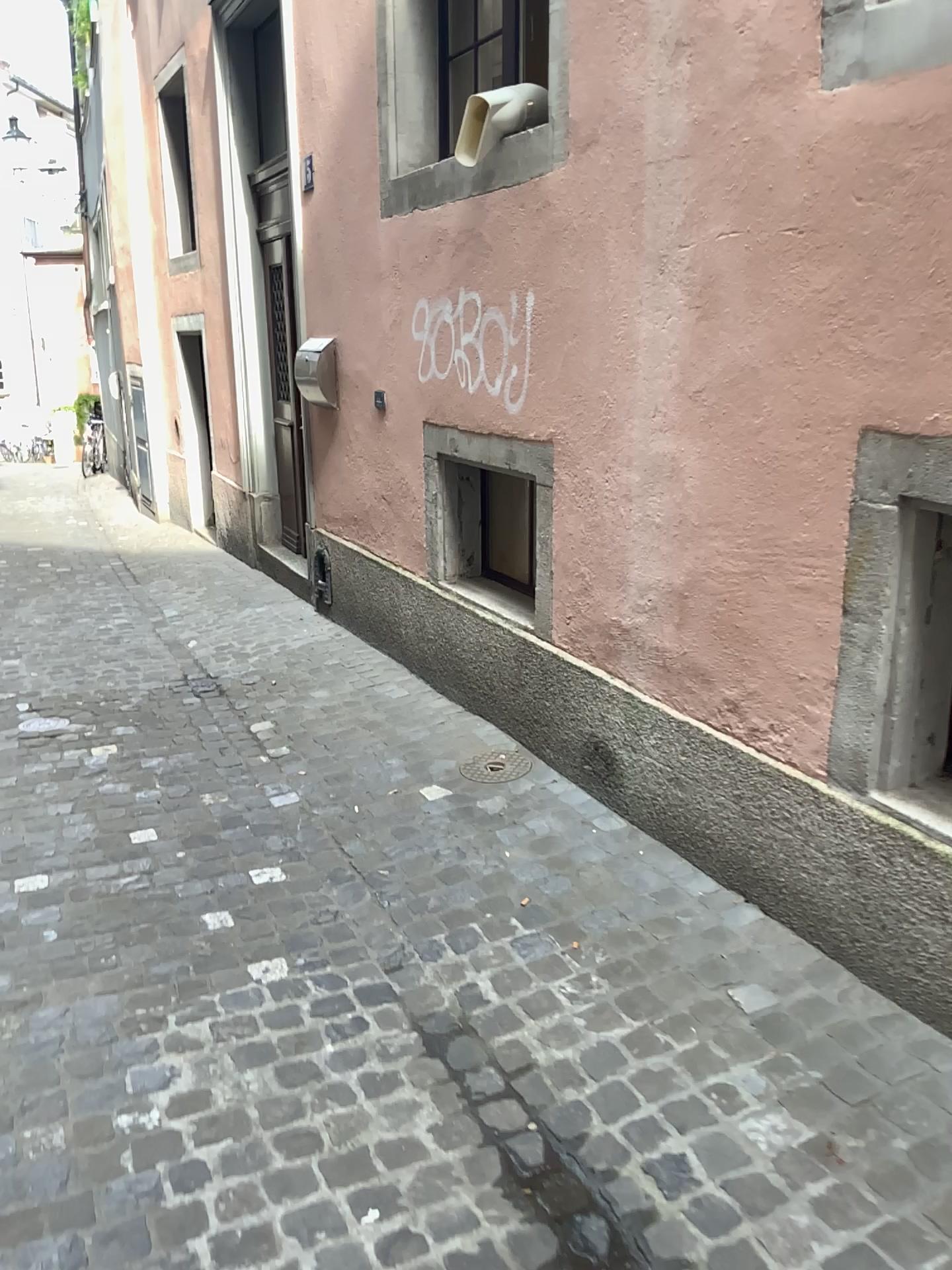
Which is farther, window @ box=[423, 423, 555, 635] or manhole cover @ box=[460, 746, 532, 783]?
window @ box=[423, 423, 555, 635]

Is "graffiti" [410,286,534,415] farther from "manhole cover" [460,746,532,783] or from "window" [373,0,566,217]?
"manhole cover" [460,746,532,783]

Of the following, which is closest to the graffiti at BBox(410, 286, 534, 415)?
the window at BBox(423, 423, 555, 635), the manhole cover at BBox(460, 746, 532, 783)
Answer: the window at BBox(423, 423, 555, 635)

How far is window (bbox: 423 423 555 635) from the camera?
4.29m

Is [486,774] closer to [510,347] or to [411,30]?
[510,347]

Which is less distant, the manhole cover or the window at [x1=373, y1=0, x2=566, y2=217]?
the manhole cover

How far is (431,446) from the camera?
4.3 meters

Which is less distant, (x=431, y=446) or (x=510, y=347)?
(x=510, y=347)

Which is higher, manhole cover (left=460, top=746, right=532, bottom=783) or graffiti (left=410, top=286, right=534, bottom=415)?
graffiti (left=410, top=286, right=534, bottom=415)

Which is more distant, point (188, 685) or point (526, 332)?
point (188, 685)
